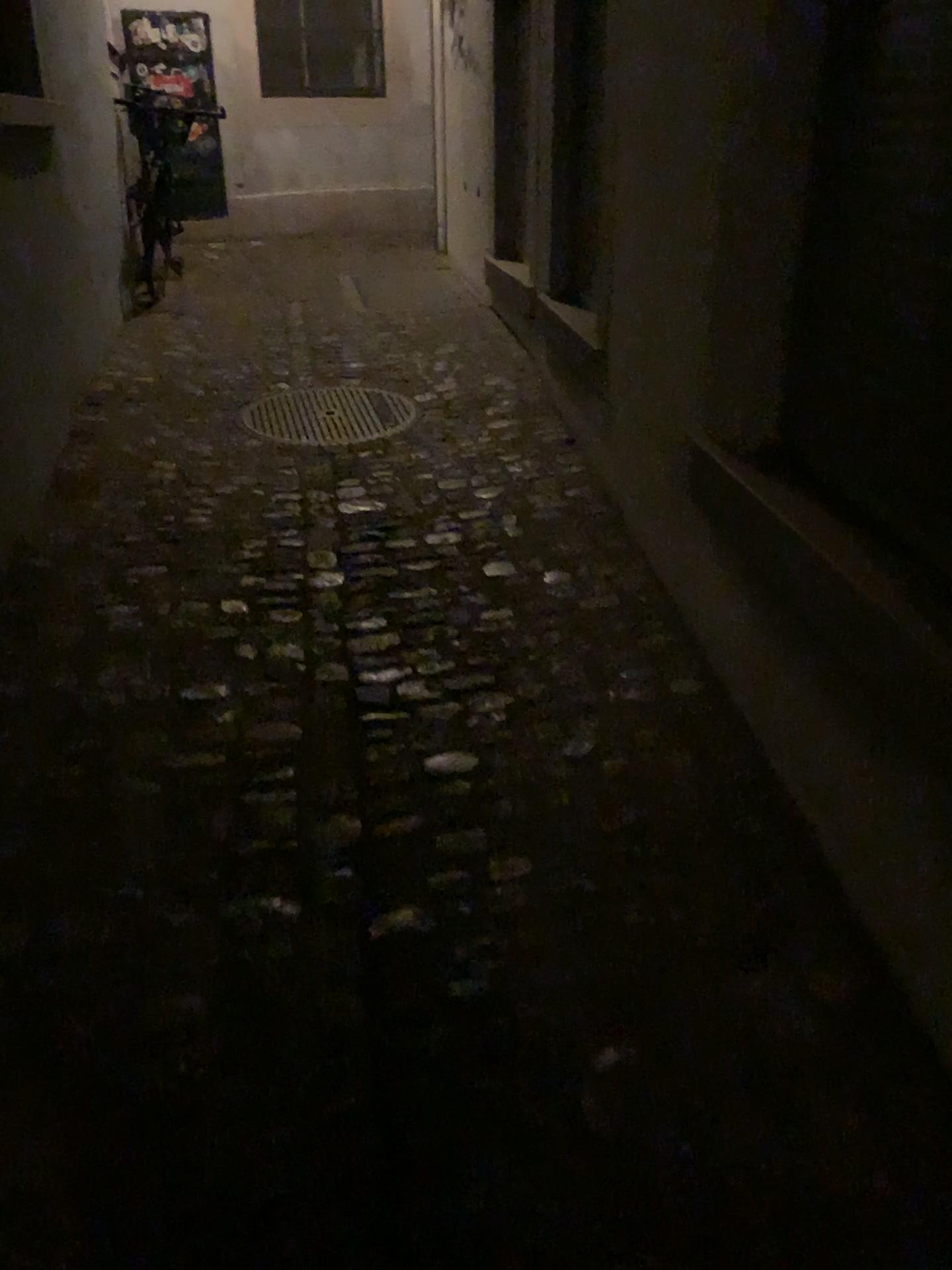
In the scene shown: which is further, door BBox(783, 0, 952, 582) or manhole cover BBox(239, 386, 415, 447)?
manhole cover BBox(239, 386, 415, 447)

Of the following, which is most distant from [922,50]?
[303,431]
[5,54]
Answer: [5,54]

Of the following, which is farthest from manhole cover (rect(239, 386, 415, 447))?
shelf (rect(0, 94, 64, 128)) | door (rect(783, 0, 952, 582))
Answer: door (rect(783, 0, 952, 582))

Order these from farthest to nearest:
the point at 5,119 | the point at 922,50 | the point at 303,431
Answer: the point at 303,431 < the point at 5,119 < the point at 922,50

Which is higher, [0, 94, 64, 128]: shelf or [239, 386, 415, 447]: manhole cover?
[0, 94, 64, 128]: shelf

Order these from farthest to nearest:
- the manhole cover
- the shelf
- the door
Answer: the manhole cover → the shelf → the door

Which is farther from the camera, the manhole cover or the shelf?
the manhole cover

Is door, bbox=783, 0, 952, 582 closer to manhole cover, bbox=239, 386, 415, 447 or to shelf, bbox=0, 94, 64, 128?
manhole cover, bbox=239, 386, 415, 447

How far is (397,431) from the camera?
3.85m

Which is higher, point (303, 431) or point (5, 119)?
point (5, 119)
